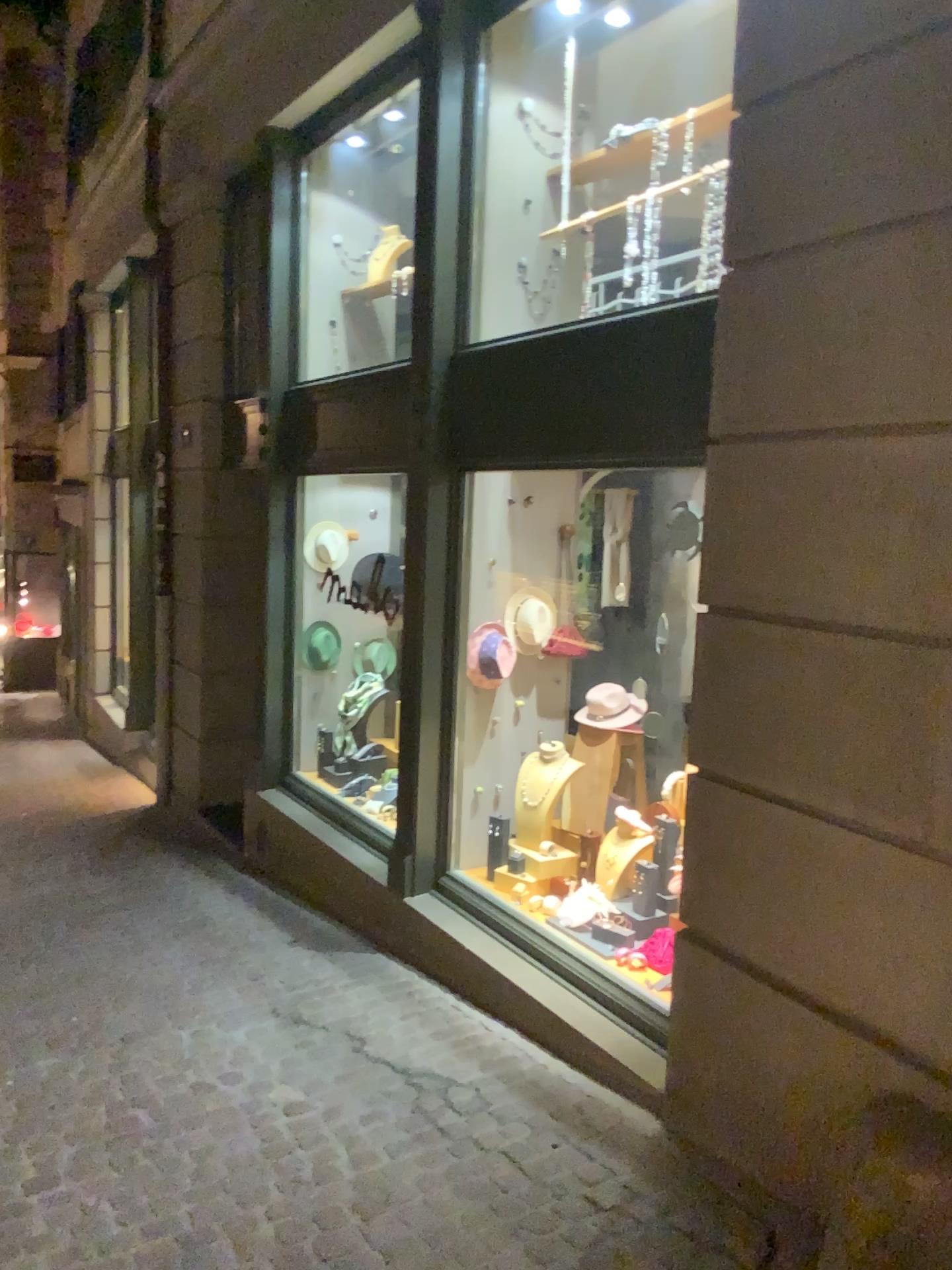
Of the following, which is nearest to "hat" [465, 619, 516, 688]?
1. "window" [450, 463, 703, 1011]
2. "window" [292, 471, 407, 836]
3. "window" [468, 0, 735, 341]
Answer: "window" [450, 463, 703, 1011]

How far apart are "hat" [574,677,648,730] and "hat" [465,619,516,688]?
0.4m

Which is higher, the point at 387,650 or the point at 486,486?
the point at 486,486

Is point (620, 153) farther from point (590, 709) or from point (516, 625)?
point (590, 709)

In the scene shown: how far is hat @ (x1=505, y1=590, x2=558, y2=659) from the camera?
4.8 meters

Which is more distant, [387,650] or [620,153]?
[387,650]

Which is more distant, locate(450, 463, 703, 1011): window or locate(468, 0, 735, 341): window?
locate(450, 463, 703, 1011): window

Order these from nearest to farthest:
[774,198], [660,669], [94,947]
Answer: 1. [774,198]
2. [94,947]
3. [660,669]

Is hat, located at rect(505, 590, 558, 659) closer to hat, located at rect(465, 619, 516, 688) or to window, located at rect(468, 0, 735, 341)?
hat, located at rect(465, 619, 516, 688)

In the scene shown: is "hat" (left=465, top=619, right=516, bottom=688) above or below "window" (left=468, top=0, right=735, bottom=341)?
below
